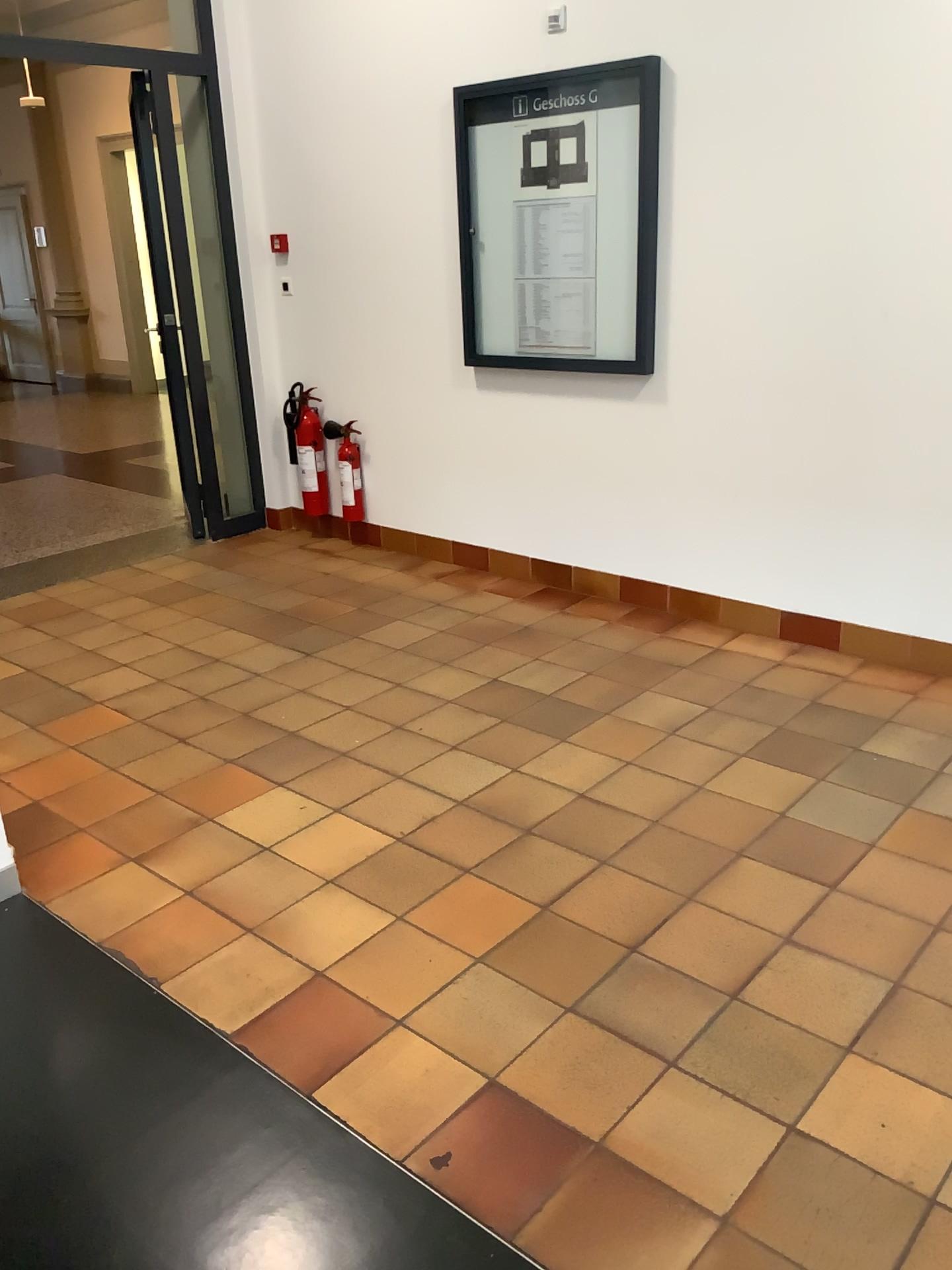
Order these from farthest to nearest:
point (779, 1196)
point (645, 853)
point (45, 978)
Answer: point (645, 853)
point (45, 978)
point (779, 1196)
